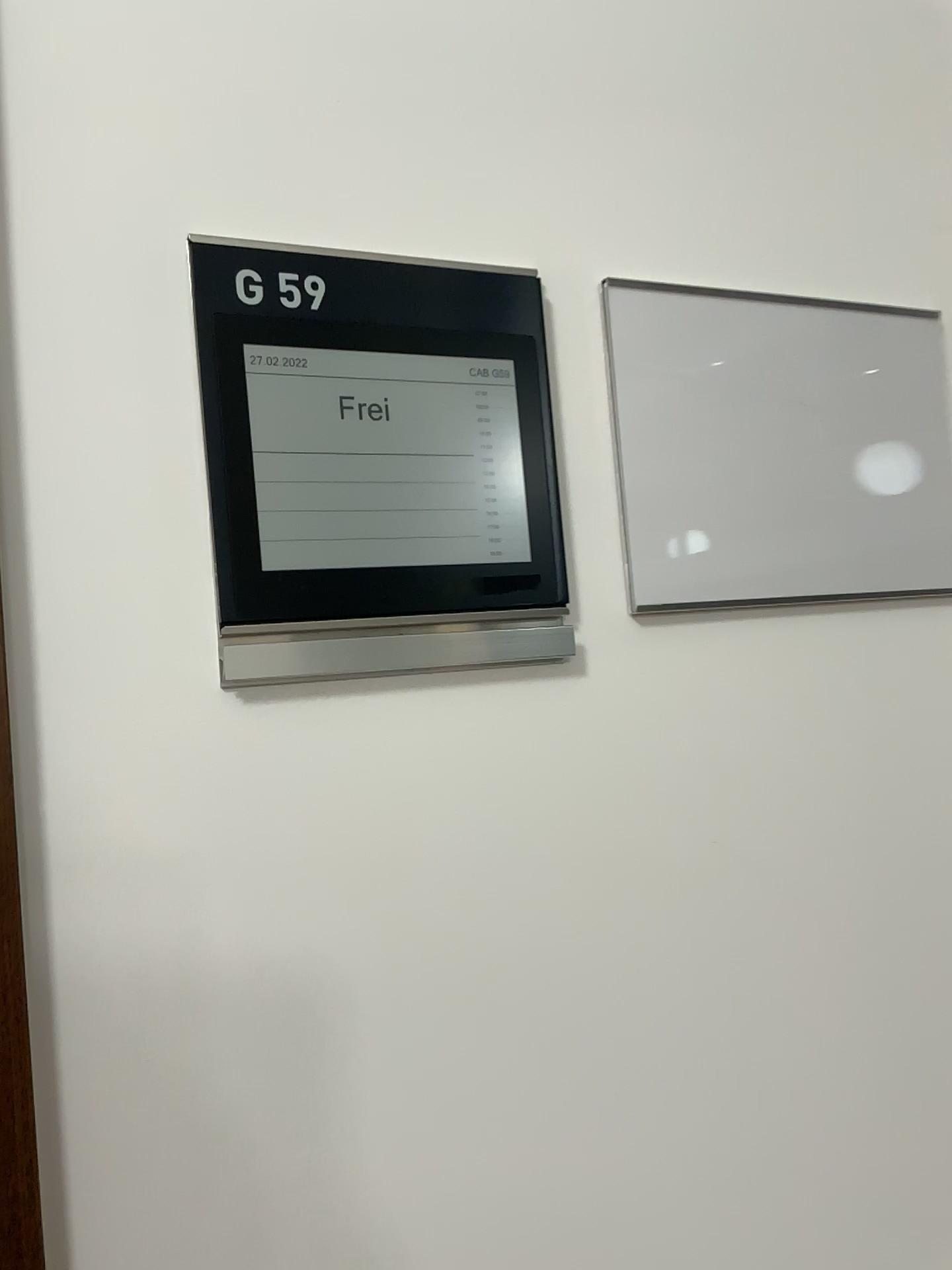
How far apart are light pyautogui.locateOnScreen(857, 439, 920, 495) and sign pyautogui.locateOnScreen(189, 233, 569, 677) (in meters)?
0.26

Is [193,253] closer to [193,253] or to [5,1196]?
[193,253]

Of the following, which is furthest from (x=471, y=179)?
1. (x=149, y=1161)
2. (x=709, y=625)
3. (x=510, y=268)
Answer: (x=149, y=1161)

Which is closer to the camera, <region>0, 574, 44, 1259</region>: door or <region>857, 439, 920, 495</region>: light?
<region>0, 574, 44, 1259</region>: door

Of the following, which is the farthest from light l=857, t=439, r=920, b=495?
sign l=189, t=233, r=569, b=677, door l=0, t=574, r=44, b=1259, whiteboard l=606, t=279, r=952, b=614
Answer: door l=0, t=574, r=44, b=1259

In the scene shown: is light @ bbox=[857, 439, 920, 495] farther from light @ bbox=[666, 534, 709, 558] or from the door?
the door

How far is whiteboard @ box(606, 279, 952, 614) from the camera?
0.69m

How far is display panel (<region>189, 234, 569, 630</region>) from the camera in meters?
0.6

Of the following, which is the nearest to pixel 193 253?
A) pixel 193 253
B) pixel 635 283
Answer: pixel 193 253

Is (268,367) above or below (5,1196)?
above
